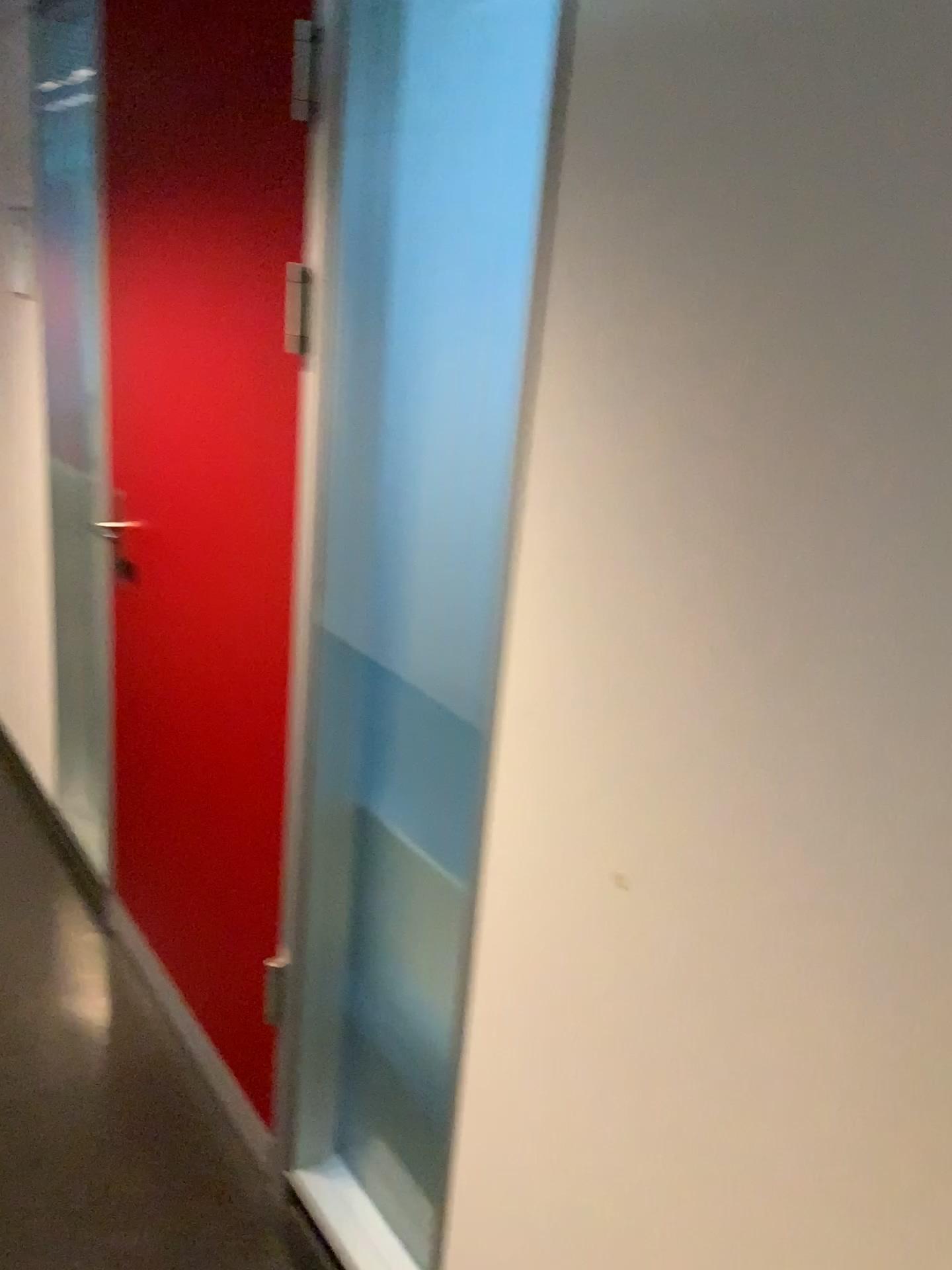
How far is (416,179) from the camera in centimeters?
143cm

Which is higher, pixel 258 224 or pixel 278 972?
pixel 258 224

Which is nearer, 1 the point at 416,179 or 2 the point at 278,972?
1 the point at 416,179

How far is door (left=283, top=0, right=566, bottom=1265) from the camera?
1.4 meters

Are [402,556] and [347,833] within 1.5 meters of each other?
yes

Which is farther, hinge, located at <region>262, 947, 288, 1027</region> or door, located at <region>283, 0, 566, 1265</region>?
hinge, located at <region>262, 947, 288, 1027</region>
